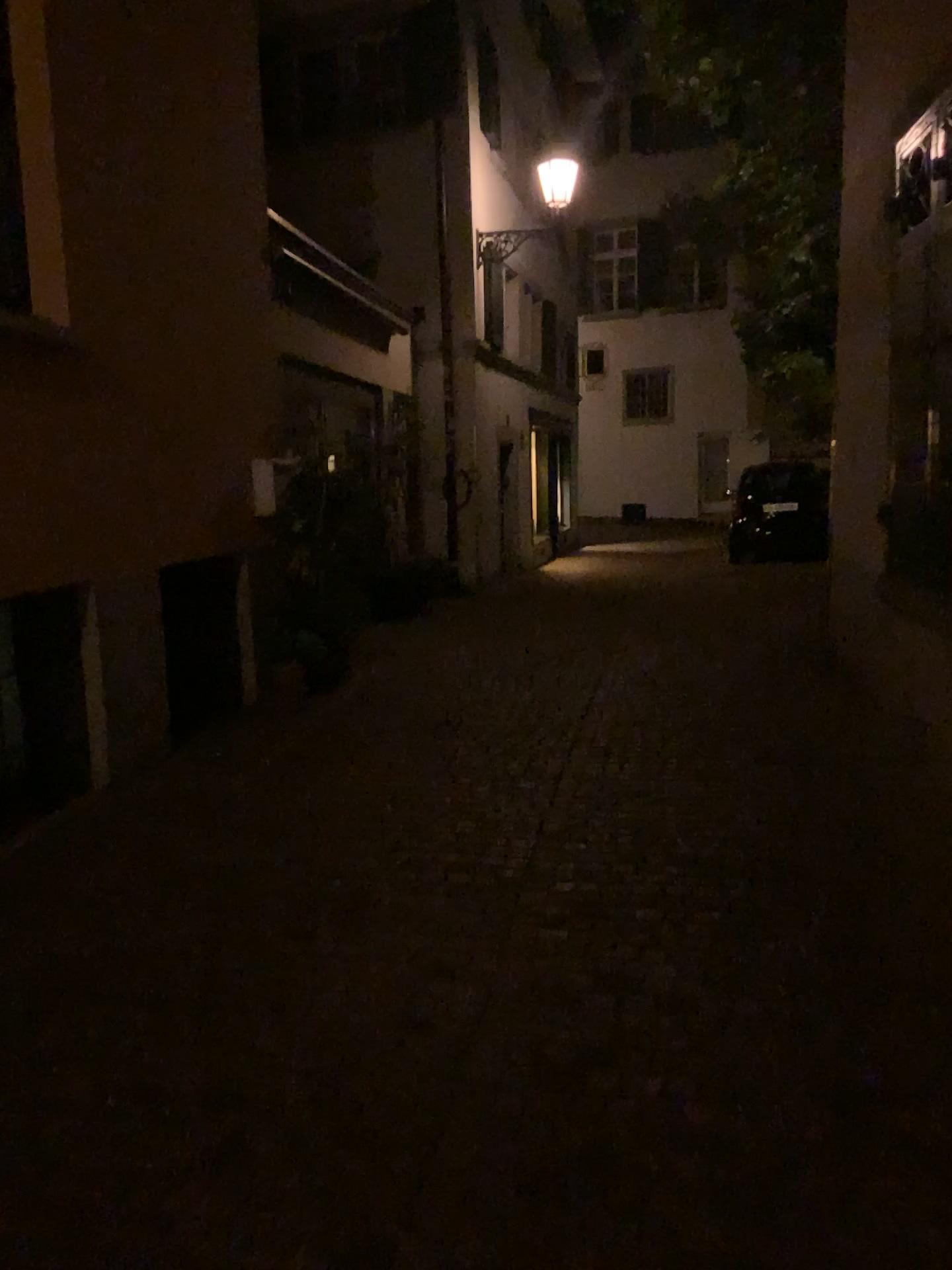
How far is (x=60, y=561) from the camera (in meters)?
4.50
